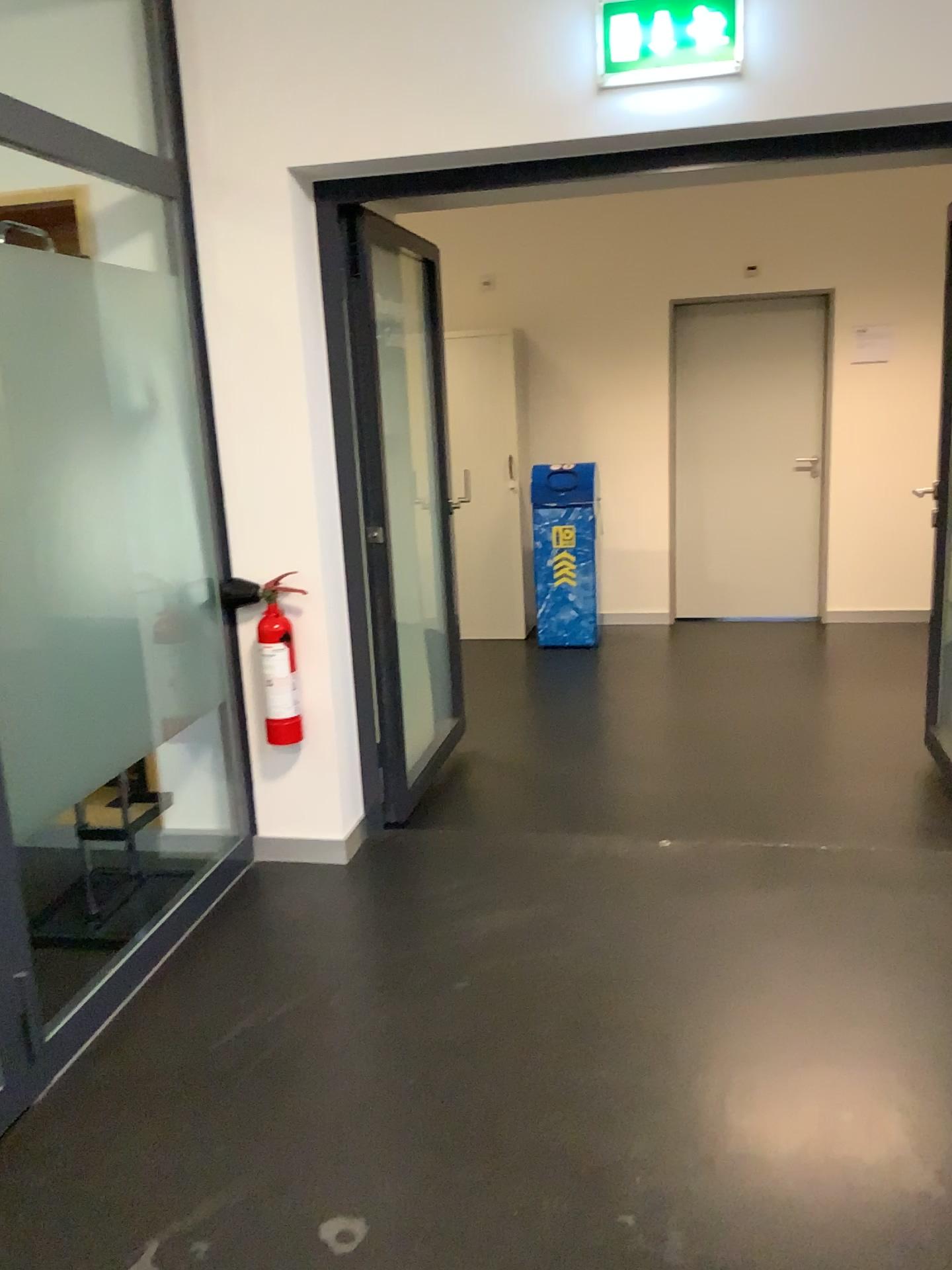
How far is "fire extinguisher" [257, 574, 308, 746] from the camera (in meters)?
3.15

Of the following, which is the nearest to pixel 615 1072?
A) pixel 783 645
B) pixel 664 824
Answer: → pixel 664 824

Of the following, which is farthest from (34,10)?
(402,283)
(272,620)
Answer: (272,620)

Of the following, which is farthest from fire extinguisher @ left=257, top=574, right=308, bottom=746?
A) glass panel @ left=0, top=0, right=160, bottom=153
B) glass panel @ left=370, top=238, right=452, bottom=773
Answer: glass panel @ left=0, top=0, right=160, bottom=153

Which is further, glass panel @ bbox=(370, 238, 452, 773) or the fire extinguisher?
glass panel @ bbox=(370, 238, 452, 773)

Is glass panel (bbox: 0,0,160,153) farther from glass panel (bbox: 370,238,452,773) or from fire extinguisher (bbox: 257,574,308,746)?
fire extinguisher (bbox: 257,574,308,746)

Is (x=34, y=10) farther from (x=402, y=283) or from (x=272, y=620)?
(x=272, y=620)

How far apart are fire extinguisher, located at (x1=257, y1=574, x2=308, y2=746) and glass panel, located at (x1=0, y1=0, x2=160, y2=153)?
1.3m

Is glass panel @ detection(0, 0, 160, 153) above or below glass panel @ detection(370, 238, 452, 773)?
above

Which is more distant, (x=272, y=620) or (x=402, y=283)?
(x=402, y=283)
